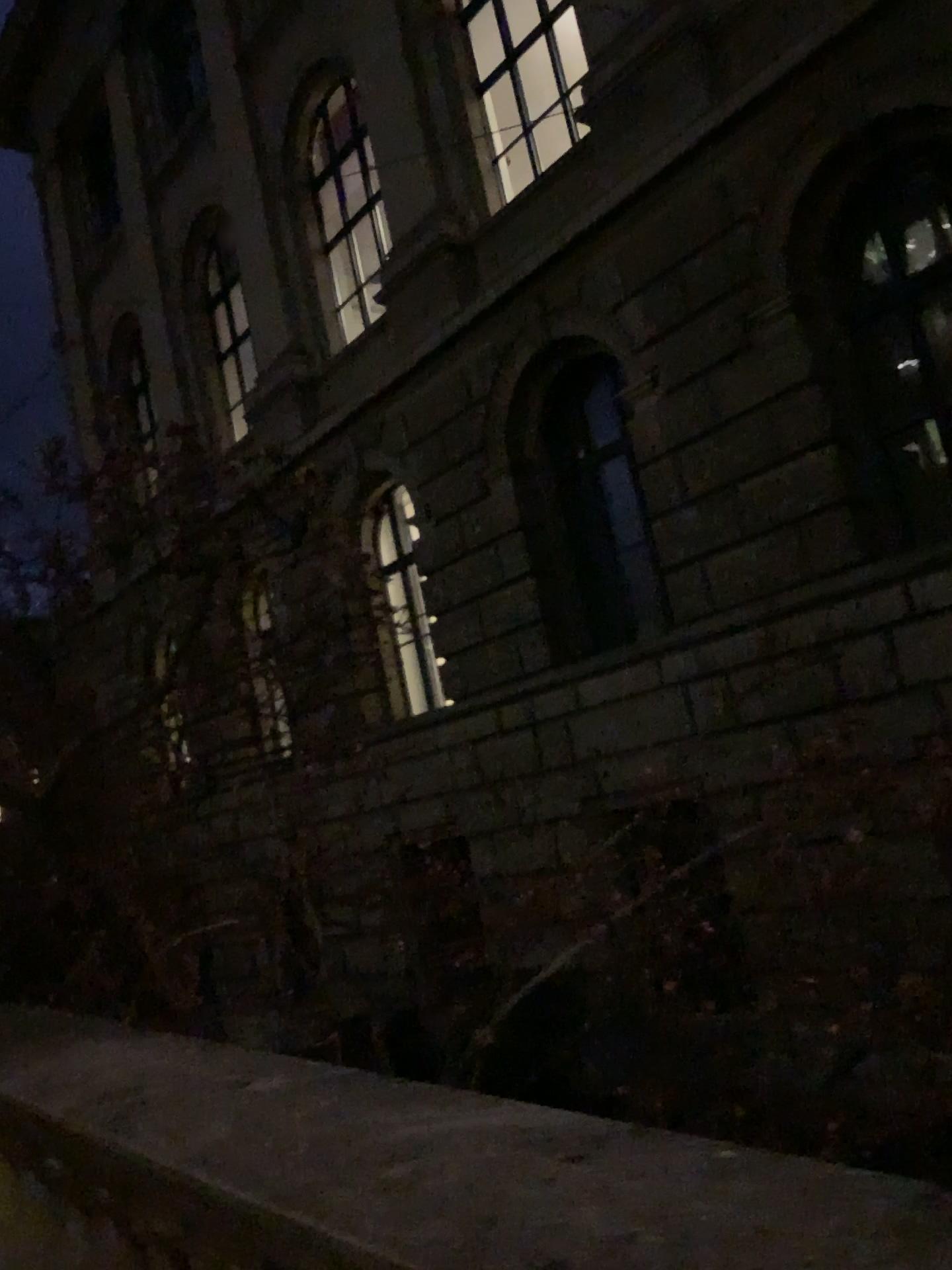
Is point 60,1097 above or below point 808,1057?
above
